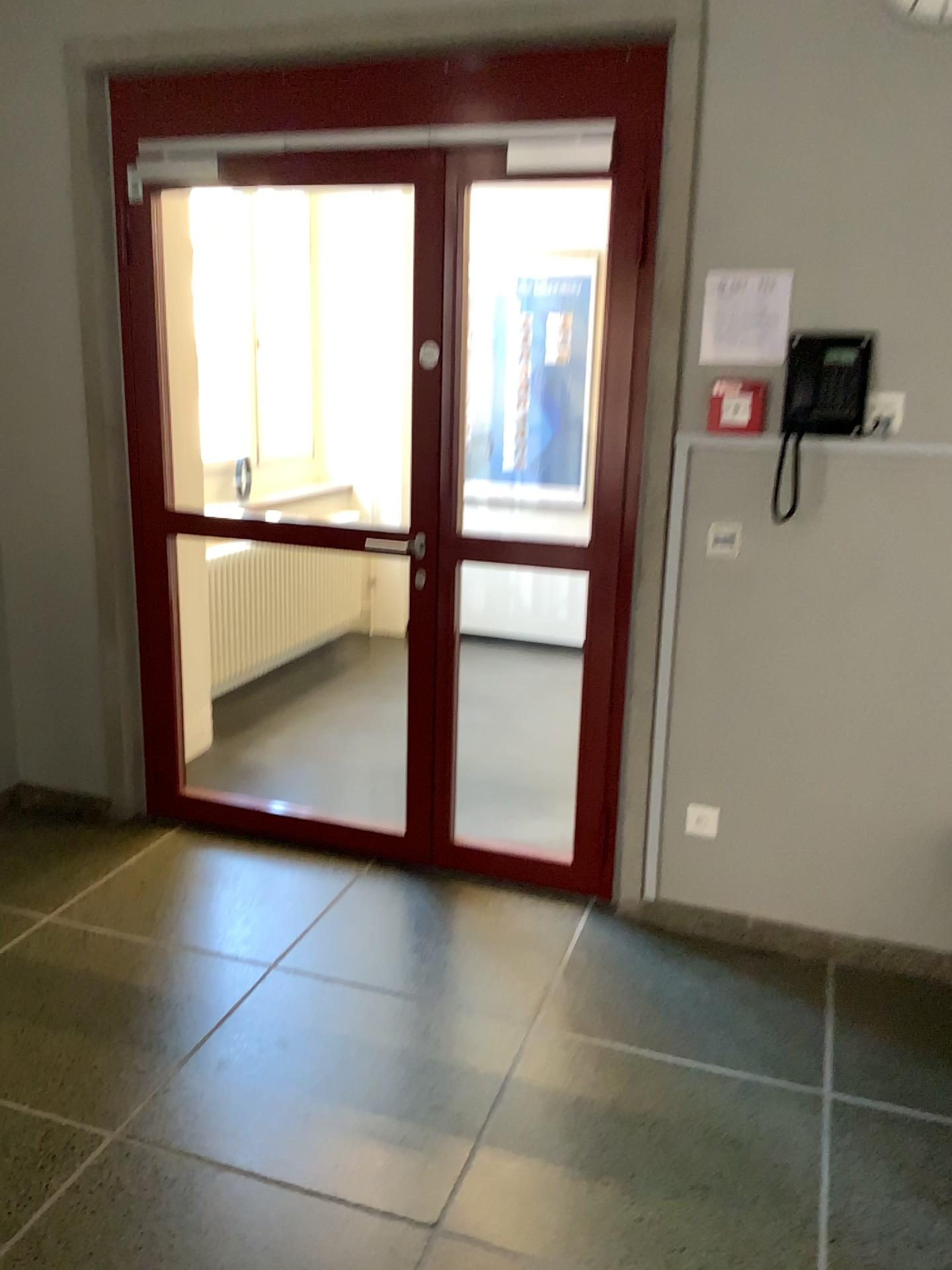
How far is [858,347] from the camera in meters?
2.6 m

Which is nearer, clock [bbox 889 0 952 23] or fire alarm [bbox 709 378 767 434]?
clock [bbox 889 0 952 23]

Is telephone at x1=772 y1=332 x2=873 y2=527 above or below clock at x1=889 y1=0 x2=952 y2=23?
below

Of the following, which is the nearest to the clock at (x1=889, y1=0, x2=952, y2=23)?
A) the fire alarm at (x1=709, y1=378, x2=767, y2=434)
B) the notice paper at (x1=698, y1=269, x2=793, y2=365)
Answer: the notice paper at (x1=698, y1=269, x2=793, y2=365)

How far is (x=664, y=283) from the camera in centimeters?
275cm

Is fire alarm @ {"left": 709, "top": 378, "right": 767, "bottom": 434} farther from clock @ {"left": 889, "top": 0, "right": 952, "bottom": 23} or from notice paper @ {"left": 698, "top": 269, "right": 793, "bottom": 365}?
clock @ {"left": 889, "top": 0, "right": 952, "bottom": 23}

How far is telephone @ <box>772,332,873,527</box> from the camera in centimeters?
258cm

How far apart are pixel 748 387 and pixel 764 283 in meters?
0.3 m

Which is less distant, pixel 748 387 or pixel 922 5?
pixel 922 5
